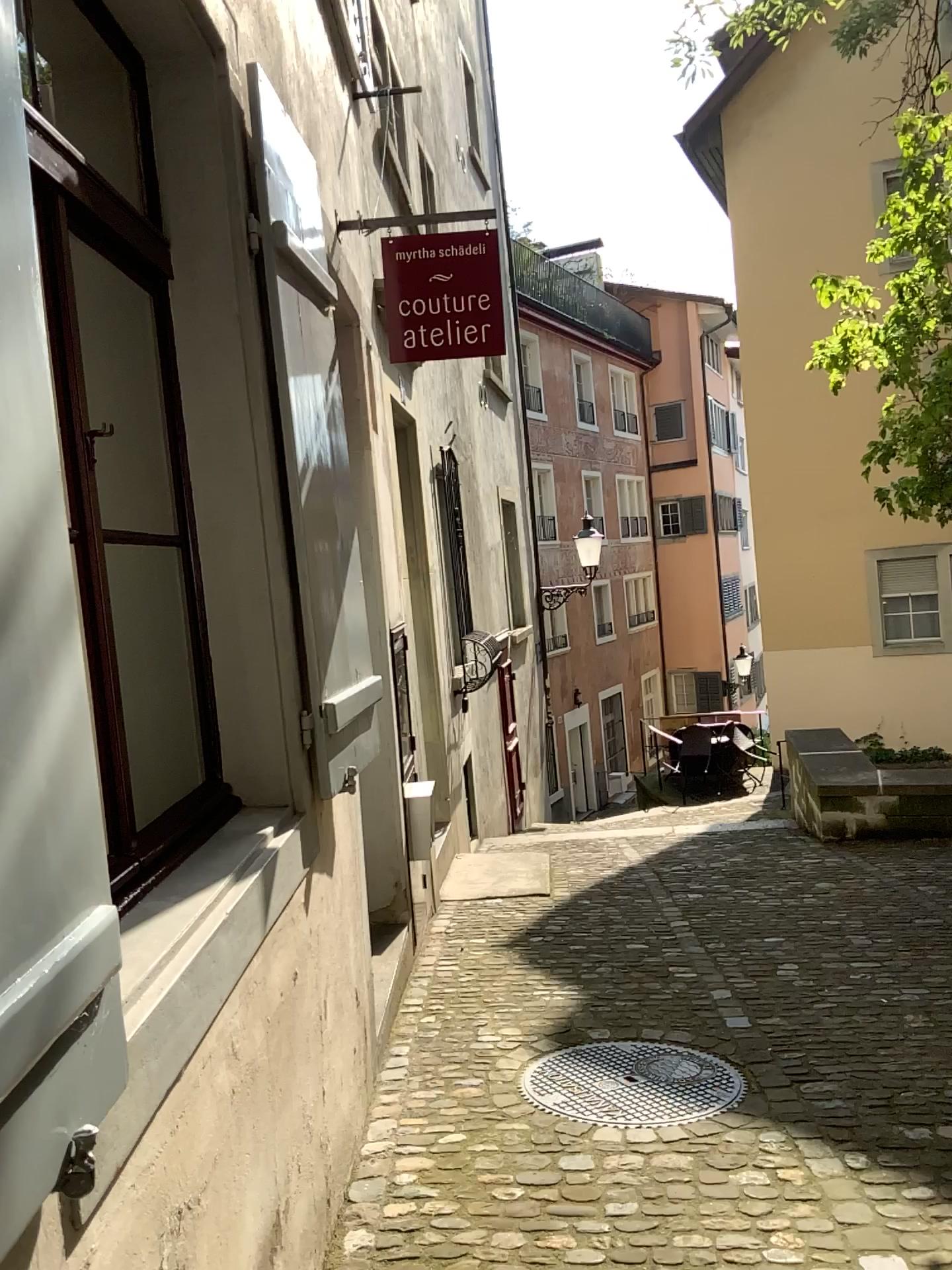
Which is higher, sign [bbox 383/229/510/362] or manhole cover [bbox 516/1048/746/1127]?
sign [bbox 383/229/510/362]

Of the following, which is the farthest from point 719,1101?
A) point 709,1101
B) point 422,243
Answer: point 422,243

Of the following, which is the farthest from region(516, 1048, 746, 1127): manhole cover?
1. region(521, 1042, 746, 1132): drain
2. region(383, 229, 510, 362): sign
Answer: region(383, 229, 510, 362): sign

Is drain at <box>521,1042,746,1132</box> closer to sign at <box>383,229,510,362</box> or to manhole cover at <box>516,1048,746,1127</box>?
manhole cover at <box>516,1048,746,1127</box>

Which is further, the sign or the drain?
the sign

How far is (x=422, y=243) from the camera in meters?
4.0

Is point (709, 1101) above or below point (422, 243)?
below

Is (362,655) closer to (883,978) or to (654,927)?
(654,927)

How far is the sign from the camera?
4.01m
